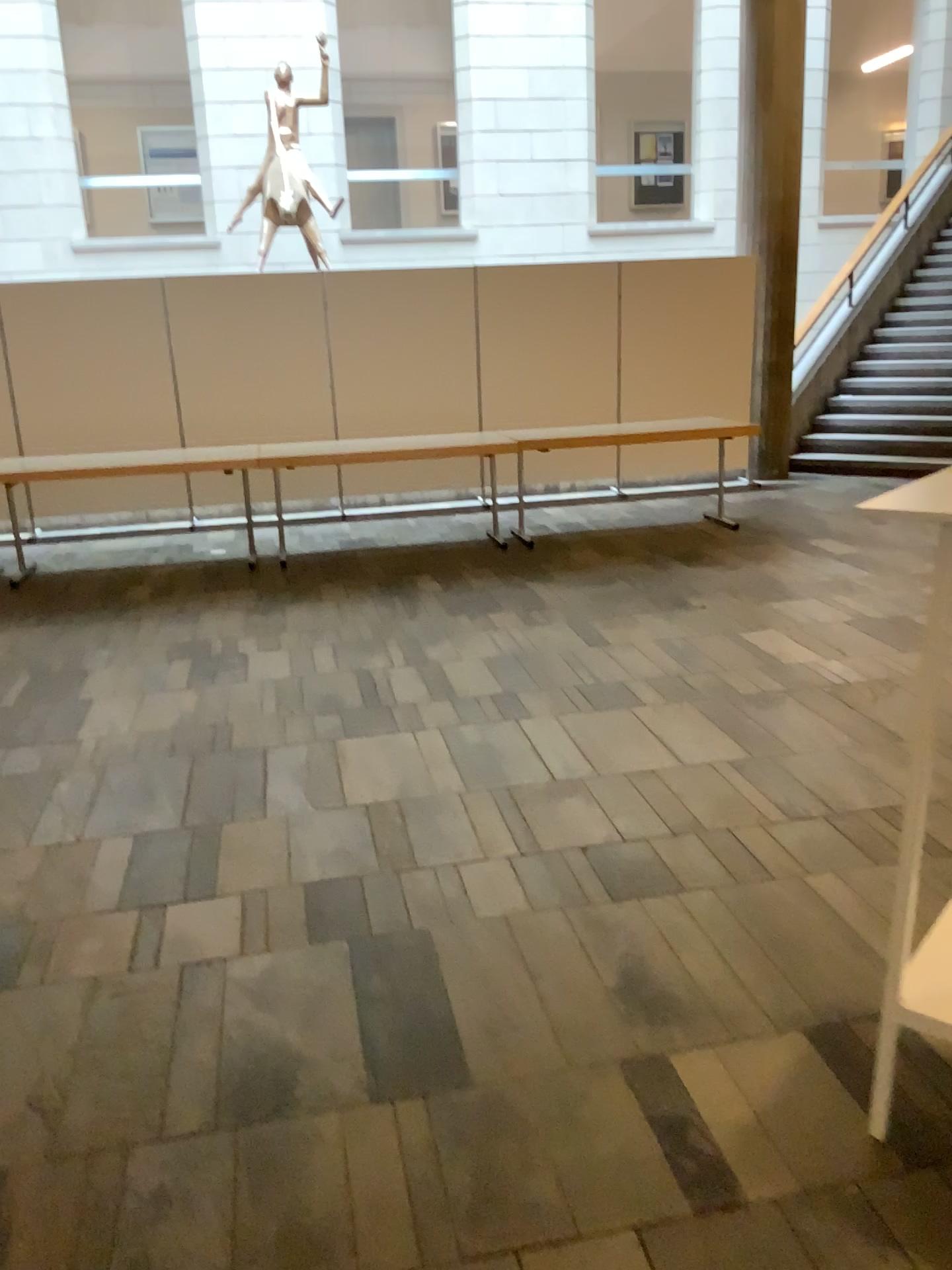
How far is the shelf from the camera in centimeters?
186cm

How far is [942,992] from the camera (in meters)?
1.86

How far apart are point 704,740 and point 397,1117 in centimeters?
211cm
